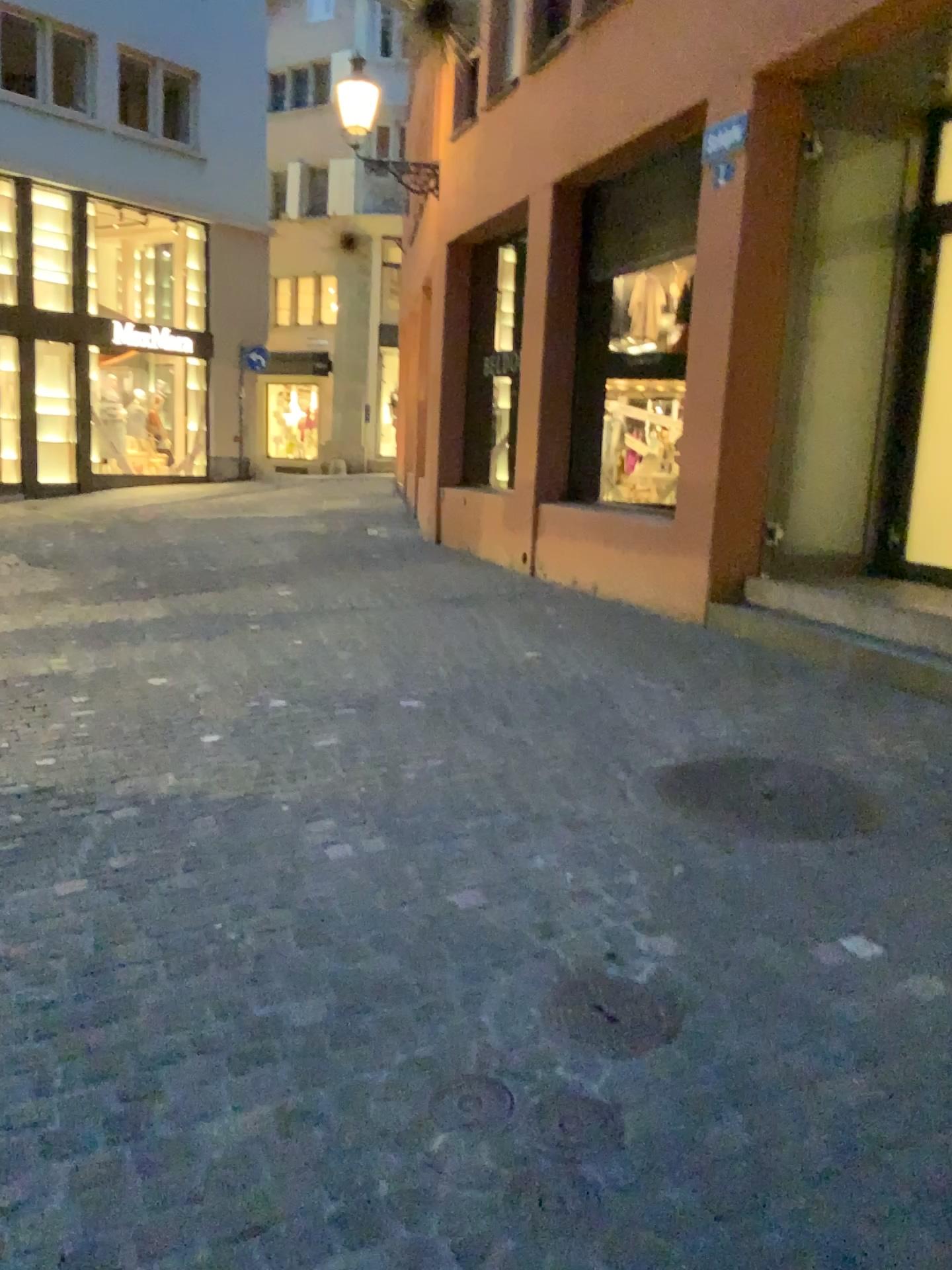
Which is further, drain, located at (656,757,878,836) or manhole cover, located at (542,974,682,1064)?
drain, located at (656,757,878,836)

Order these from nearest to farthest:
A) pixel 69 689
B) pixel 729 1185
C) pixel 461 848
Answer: pixel 729 1185, pixel 461 848, pixel 69 689

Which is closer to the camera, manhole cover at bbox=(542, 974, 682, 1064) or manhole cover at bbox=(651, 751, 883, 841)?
manhole cover at bbox=(542, 974, 682, 1064)

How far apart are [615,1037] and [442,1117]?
0.4m

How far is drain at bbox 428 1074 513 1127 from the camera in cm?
190

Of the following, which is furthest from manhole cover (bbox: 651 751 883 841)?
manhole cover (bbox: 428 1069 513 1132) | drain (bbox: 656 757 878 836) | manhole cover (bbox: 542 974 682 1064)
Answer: manhole cover (bbox: 428 1069 513 1132)

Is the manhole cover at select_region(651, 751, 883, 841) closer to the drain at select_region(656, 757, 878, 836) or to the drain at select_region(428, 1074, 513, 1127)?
the drain at select_region(656, 757, 878, 836)

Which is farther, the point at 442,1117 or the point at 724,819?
the point at 724,819

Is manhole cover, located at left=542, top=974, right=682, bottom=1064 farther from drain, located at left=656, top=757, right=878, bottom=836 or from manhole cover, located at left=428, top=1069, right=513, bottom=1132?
drain, located at left=656, top=757, right=878, bottom=836

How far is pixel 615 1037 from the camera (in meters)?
2.14
